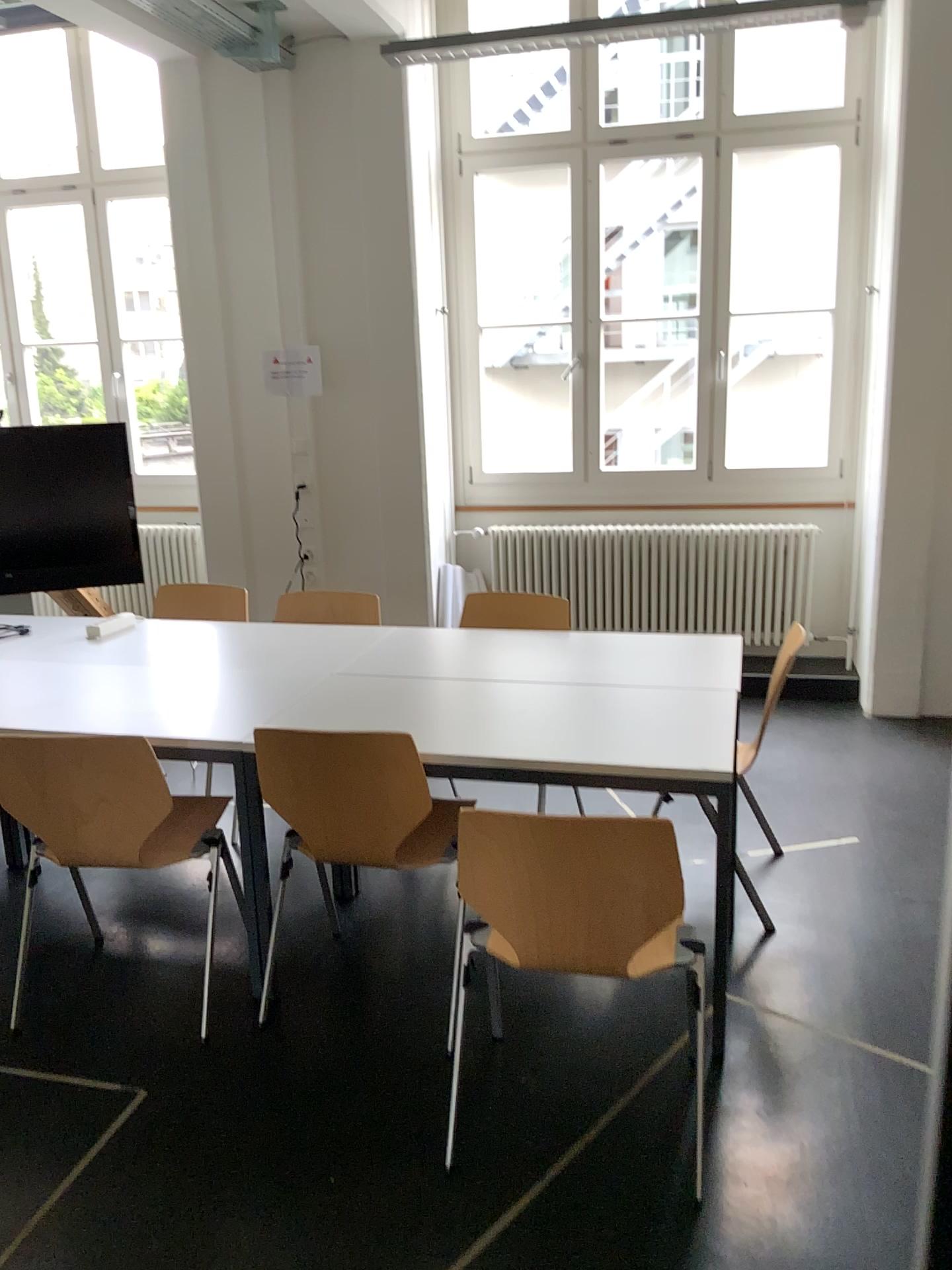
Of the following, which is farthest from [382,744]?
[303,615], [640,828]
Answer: [303,615]

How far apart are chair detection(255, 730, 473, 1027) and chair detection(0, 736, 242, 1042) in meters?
0.3 m

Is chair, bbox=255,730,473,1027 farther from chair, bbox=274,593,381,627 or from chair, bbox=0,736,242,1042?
chair, bbox=274,593,381,627

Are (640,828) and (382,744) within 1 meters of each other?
yes

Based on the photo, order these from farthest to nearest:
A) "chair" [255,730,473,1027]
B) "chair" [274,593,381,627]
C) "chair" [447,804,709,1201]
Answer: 1. "chair" [274,593,381,627]
2. "chair" [255,730,473,1027]
3. "chair" [447,804,709,1201]

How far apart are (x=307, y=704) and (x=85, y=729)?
0.6 meters

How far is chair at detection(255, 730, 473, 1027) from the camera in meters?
2.5 m

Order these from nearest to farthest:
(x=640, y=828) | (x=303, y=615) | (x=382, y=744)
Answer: (x=640, y=828), (x=382, y=744), (x=303, y=615)

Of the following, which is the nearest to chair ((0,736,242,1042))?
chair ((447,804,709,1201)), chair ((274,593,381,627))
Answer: chair ((447,804,709,1201))

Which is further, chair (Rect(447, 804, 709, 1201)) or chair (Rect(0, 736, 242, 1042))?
chair (Rect(0, 736, 242, 1042))
